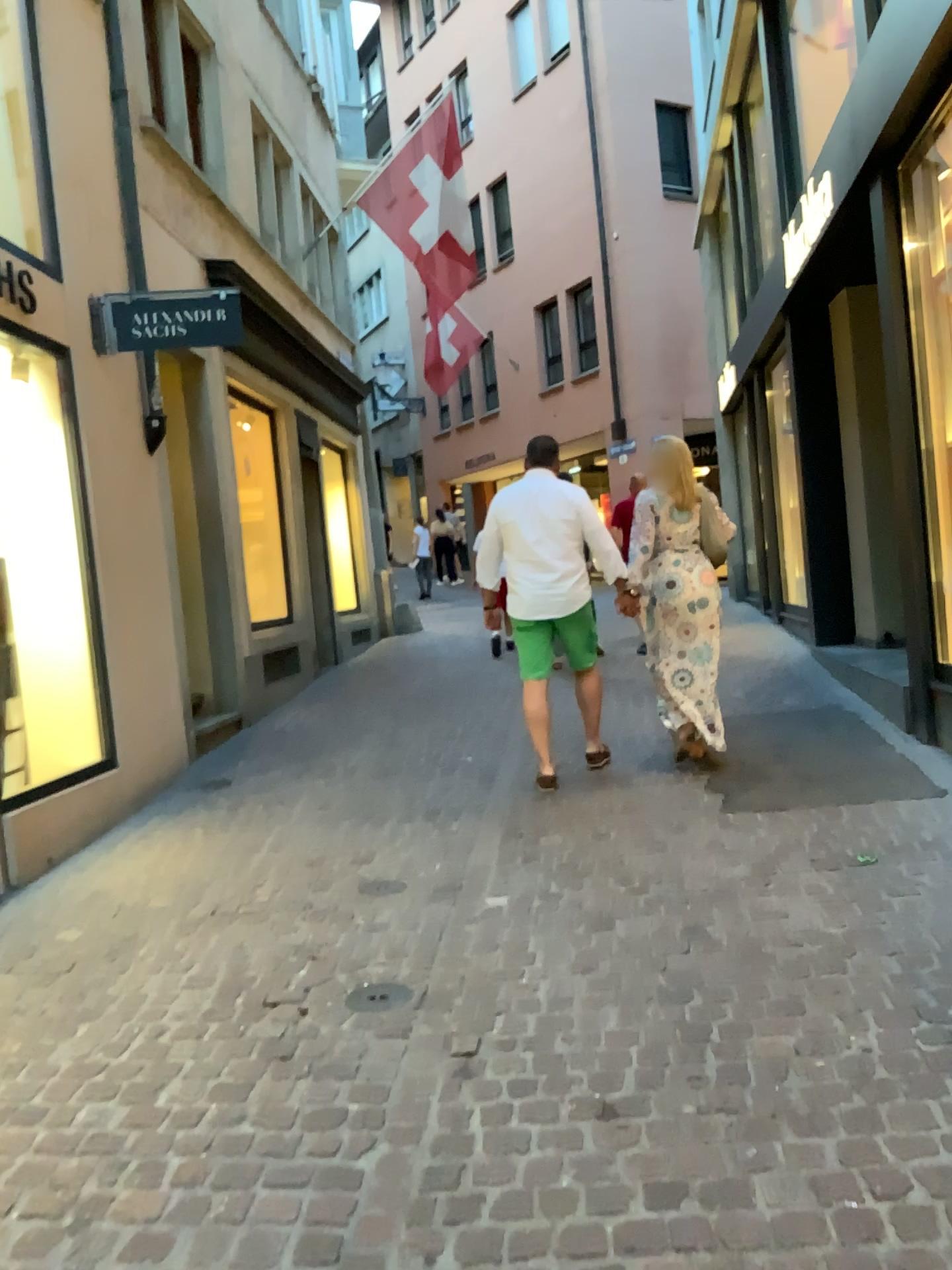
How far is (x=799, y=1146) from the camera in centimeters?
219cm
